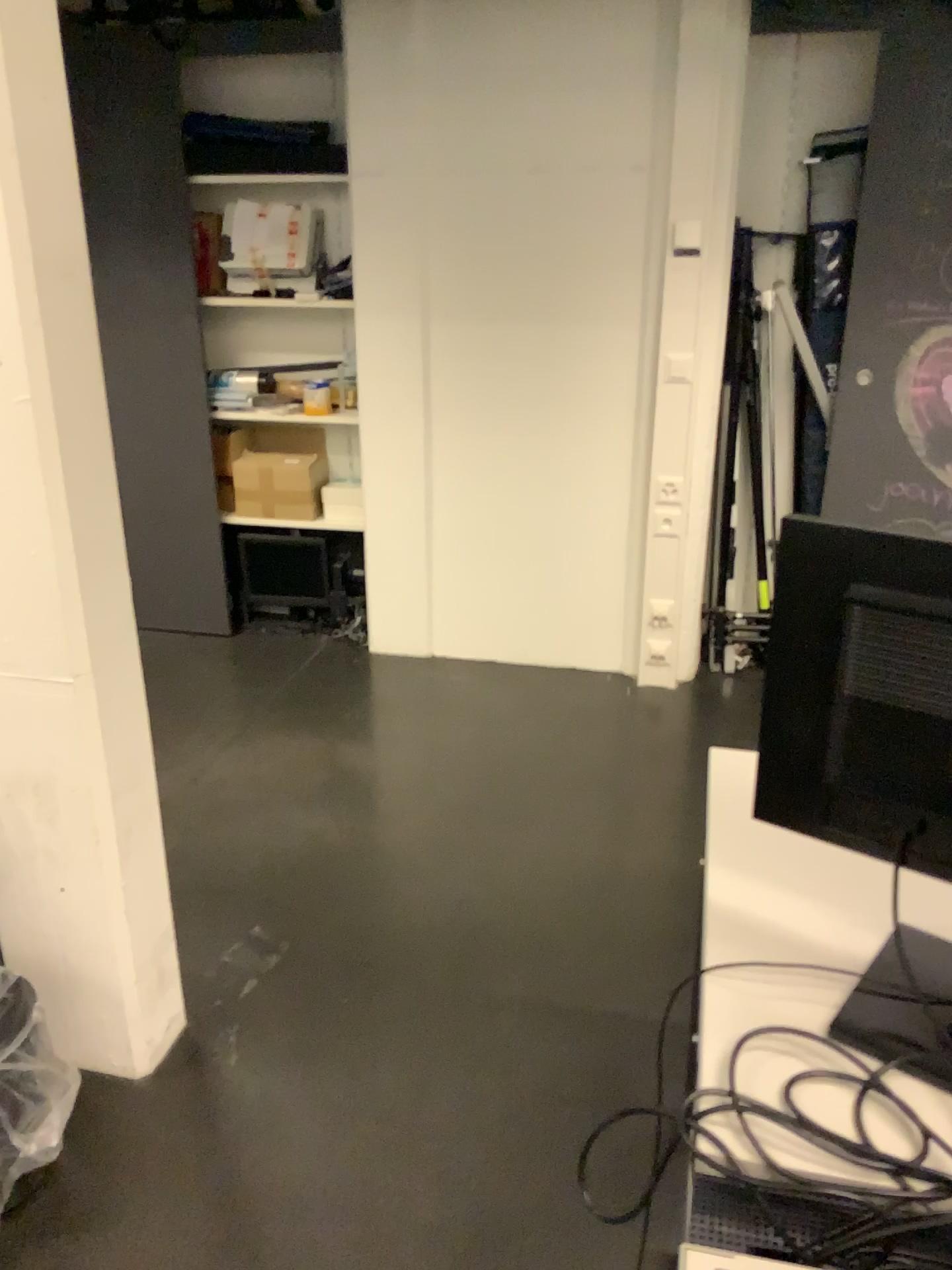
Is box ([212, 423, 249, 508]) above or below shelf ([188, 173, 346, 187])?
below

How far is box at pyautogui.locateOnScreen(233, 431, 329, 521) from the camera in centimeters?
397cm

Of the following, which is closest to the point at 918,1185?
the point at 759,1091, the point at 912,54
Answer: the point at 759,1091

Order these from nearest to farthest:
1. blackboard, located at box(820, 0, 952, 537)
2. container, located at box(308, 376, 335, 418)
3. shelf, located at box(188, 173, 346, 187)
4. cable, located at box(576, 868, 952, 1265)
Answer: cable, located at box(576, 868, 952, 1265) → blackboard, located at box(820, 0, 952, 537) → shelf, located at box(188, 173, 346, 187) → container, located at box(308, 376, 335, 418)

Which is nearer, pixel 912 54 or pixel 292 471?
pixel 912 54

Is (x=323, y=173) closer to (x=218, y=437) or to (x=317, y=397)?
(x=317, y=397)

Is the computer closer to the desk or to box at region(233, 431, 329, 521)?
the desk

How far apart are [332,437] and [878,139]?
2.1m

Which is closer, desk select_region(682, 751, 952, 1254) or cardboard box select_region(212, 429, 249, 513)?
desk select_region(682, 751, 952, 1254)

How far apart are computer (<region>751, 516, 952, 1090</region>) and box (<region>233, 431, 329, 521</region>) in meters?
3.0
